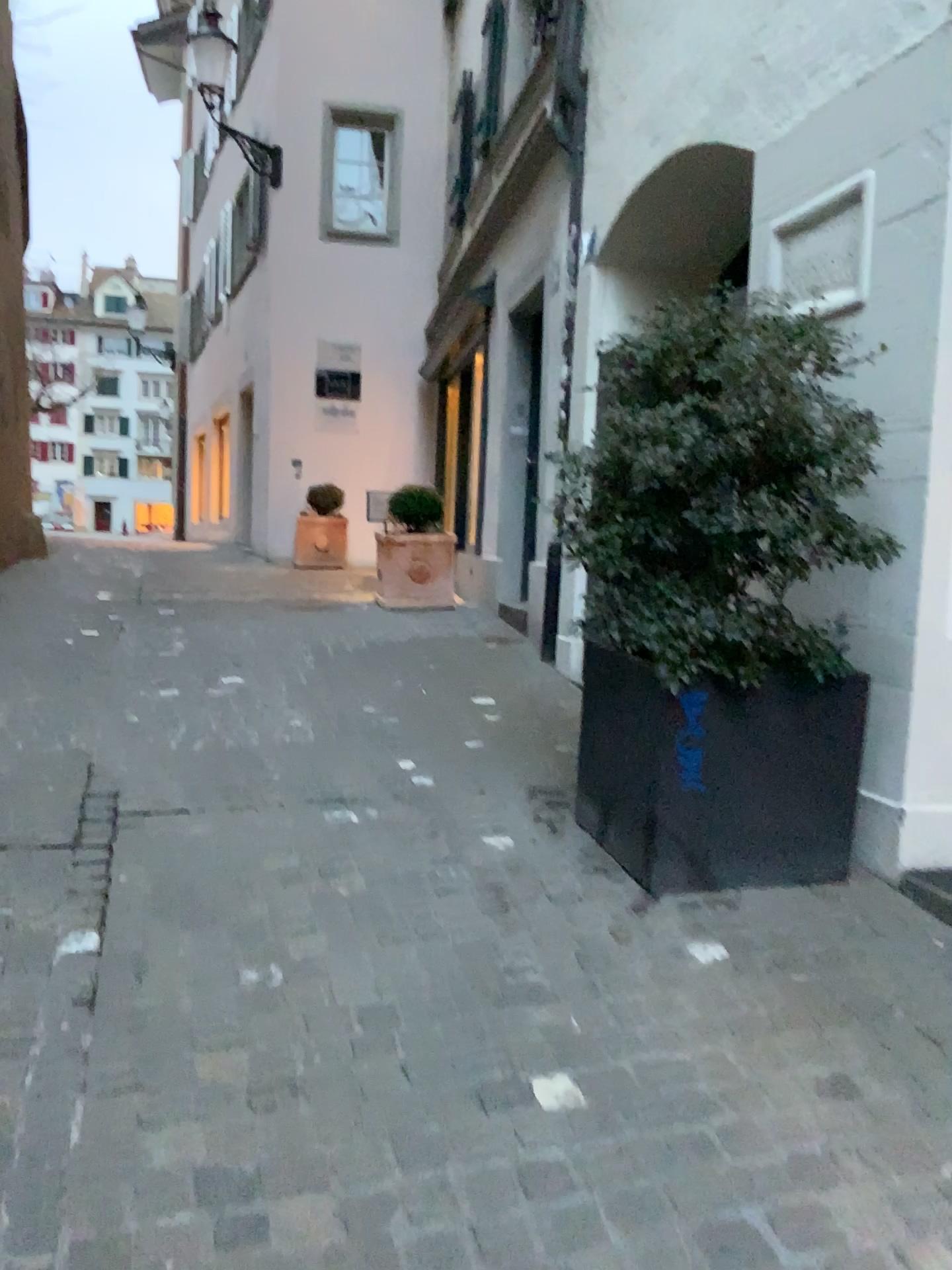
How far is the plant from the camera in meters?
2.7 m

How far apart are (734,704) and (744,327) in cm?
99

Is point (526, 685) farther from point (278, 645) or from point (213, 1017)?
point (213, 1017)

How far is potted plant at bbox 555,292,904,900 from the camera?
2.7 meters

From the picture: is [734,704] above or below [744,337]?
below

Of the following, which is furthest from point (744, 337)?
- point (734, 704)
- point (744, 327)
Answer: point (734, 704)

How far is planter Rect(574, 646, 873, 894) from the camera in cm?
283
